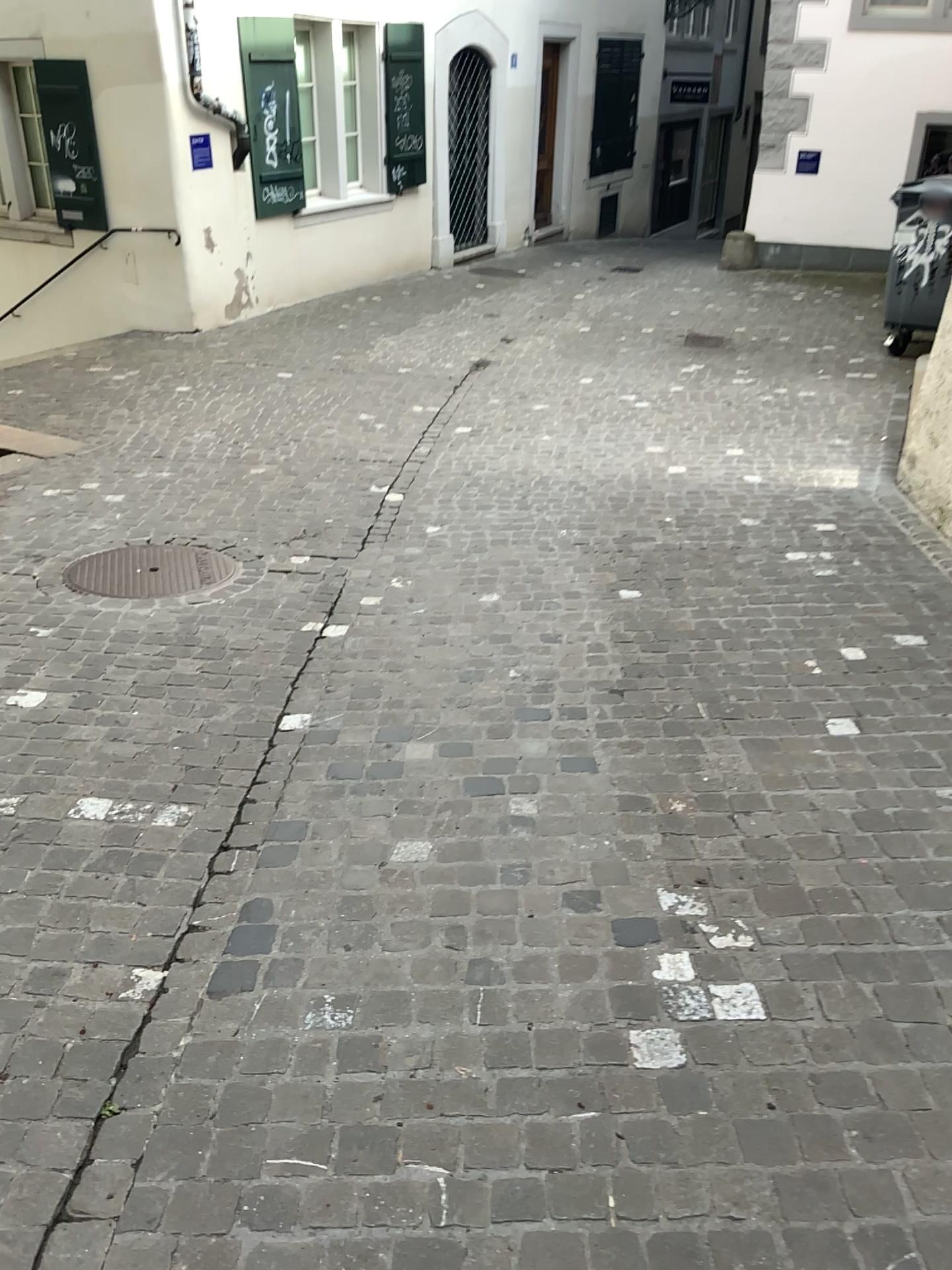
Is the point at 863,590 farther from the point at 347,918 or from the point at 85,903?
the point at 85,903

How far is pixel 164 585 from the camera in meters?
4.4 m

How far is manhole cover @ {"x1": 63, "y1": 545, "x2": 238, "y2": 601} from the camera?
4.4m
